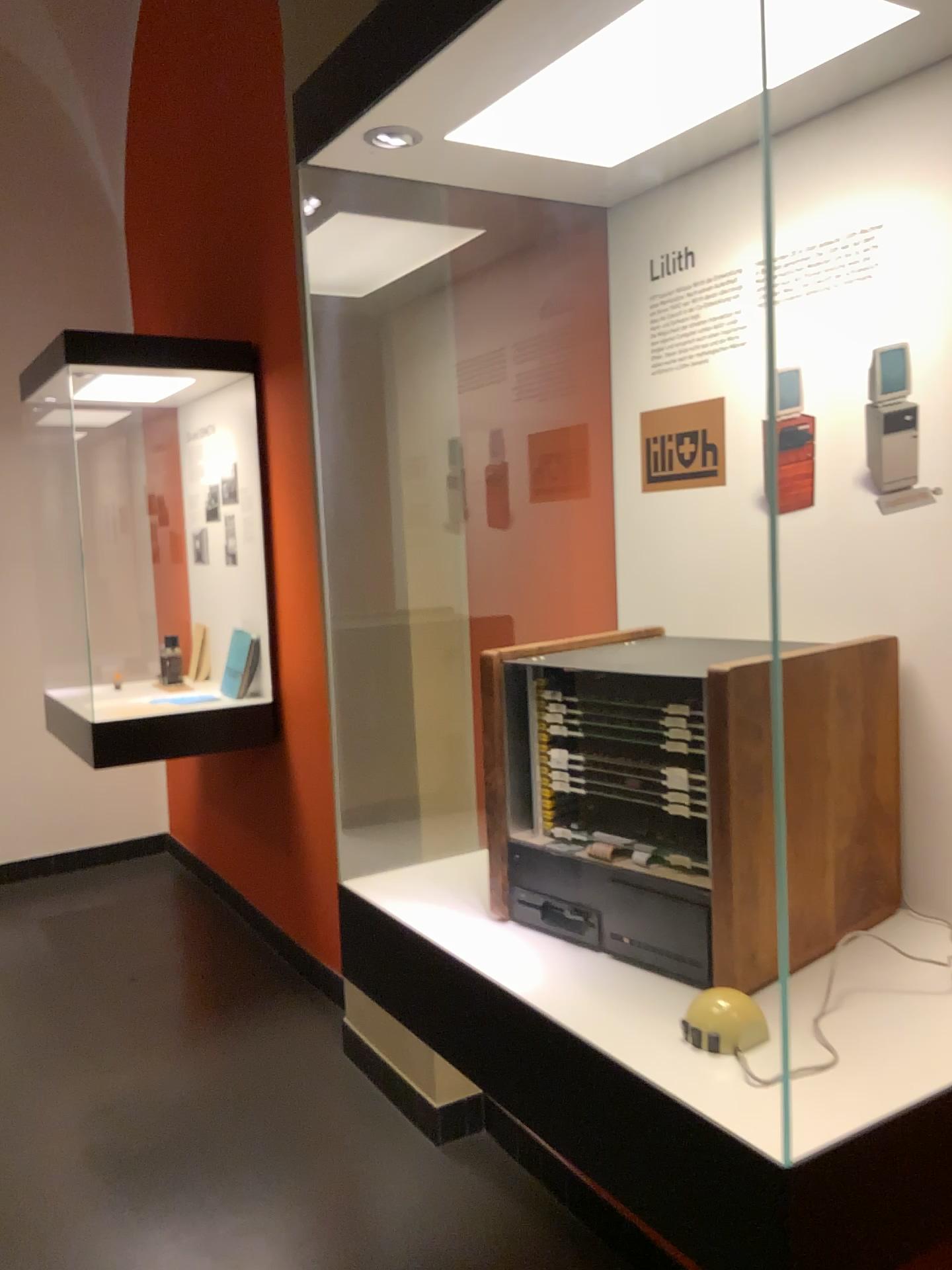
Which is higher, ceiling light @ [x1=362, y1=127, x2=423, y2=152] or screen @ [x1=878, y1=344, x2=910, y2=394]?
ceiling light @ [x1=362, y1=127, x2=423, y2=152]

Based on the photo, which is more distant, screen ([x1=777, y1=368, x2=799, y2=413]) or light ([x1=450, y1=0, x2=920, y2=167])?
screen ([x1=777, y1=368, x2=799, y2=413])

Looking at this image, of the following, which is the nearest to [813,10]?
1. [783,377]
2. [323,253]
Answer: [783,377]

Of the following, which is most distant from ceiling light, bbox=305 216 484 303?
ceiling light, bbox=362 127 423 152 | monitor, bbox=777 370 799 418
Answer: monitor, bbox=777 370 799 418

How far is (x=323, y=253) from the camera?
1.6 meters

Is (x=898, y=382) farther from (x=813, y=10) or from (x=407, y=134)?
(x=407, y=134)

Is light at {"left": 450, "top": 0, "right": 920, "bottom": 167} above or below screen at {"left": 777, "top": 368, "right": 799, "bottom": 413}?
above

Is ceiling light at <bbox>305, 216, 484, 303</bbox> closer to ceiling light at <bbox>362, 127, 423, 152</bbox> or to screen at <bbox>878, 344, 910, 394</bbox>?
ceiling light at <bbox>362, 127, 423, 152</bbox>

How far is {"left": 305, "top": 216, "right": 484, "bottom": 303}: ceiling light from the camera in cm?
155

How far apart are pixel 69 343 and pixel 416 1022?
2.8m
